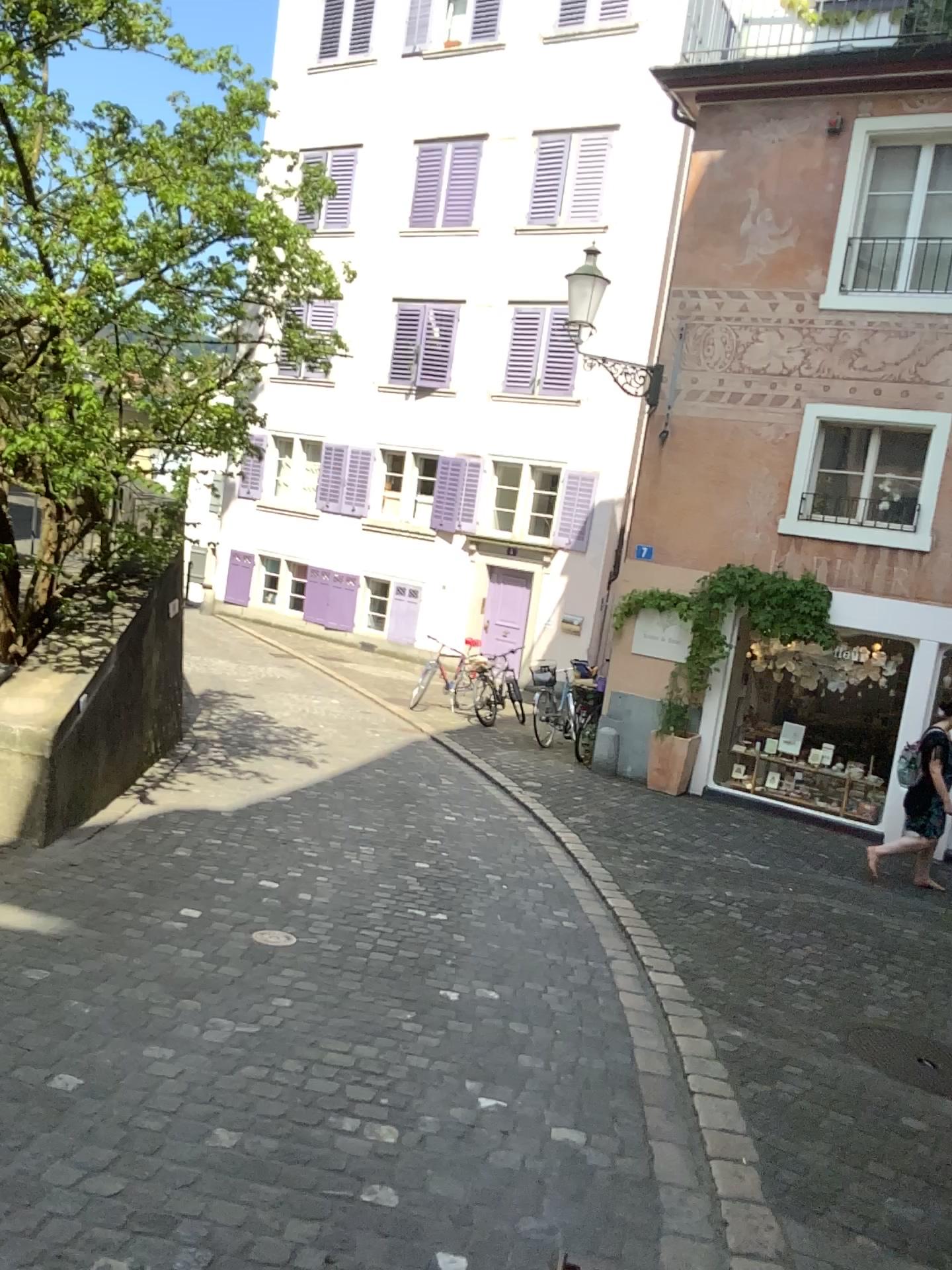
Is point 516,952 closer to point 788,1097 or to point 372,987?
point 372,987
